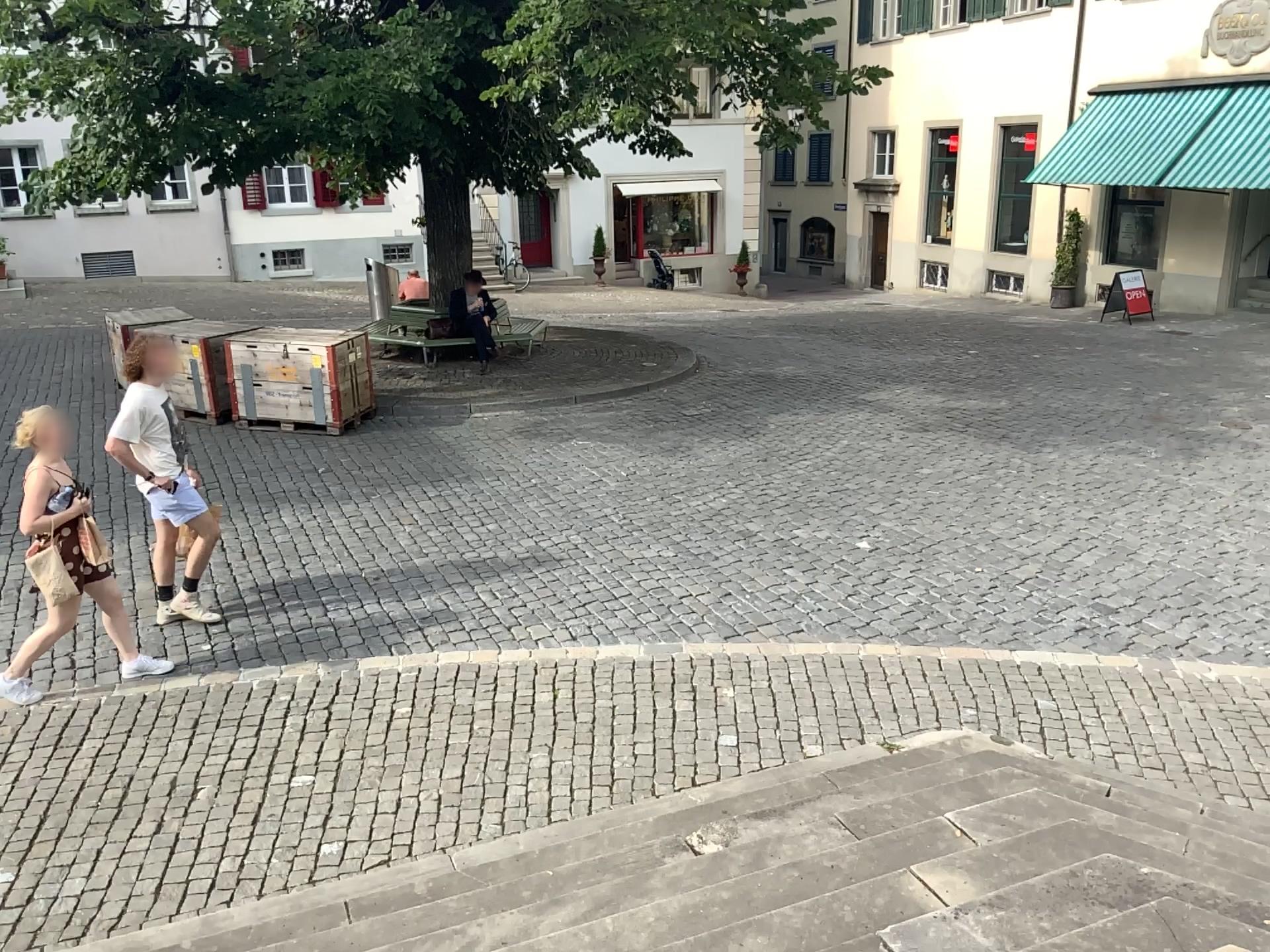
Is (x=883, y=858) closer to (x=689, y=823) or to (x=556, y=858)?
(x=689, y=823)
